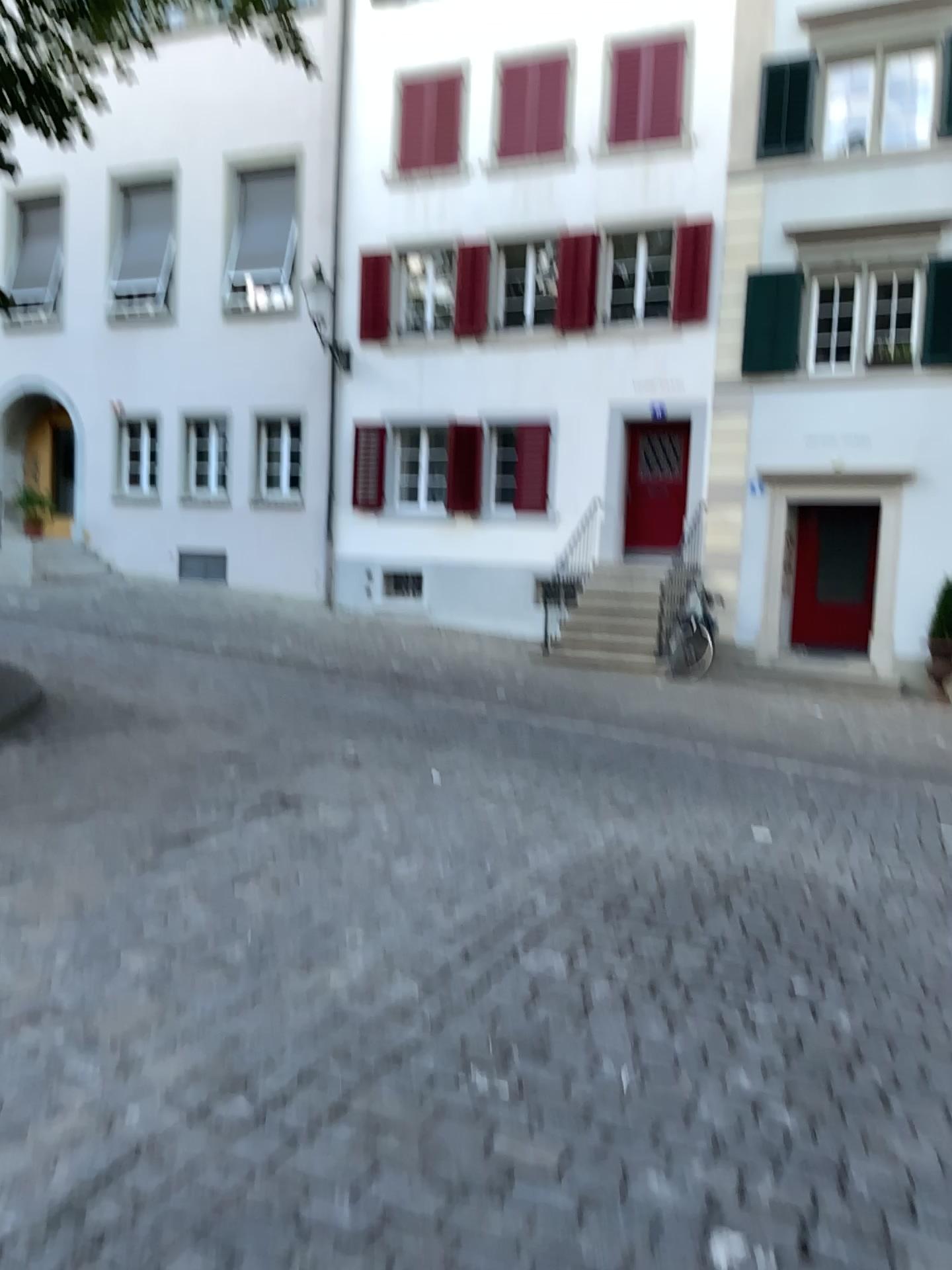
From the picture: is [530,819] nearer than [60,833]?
No
